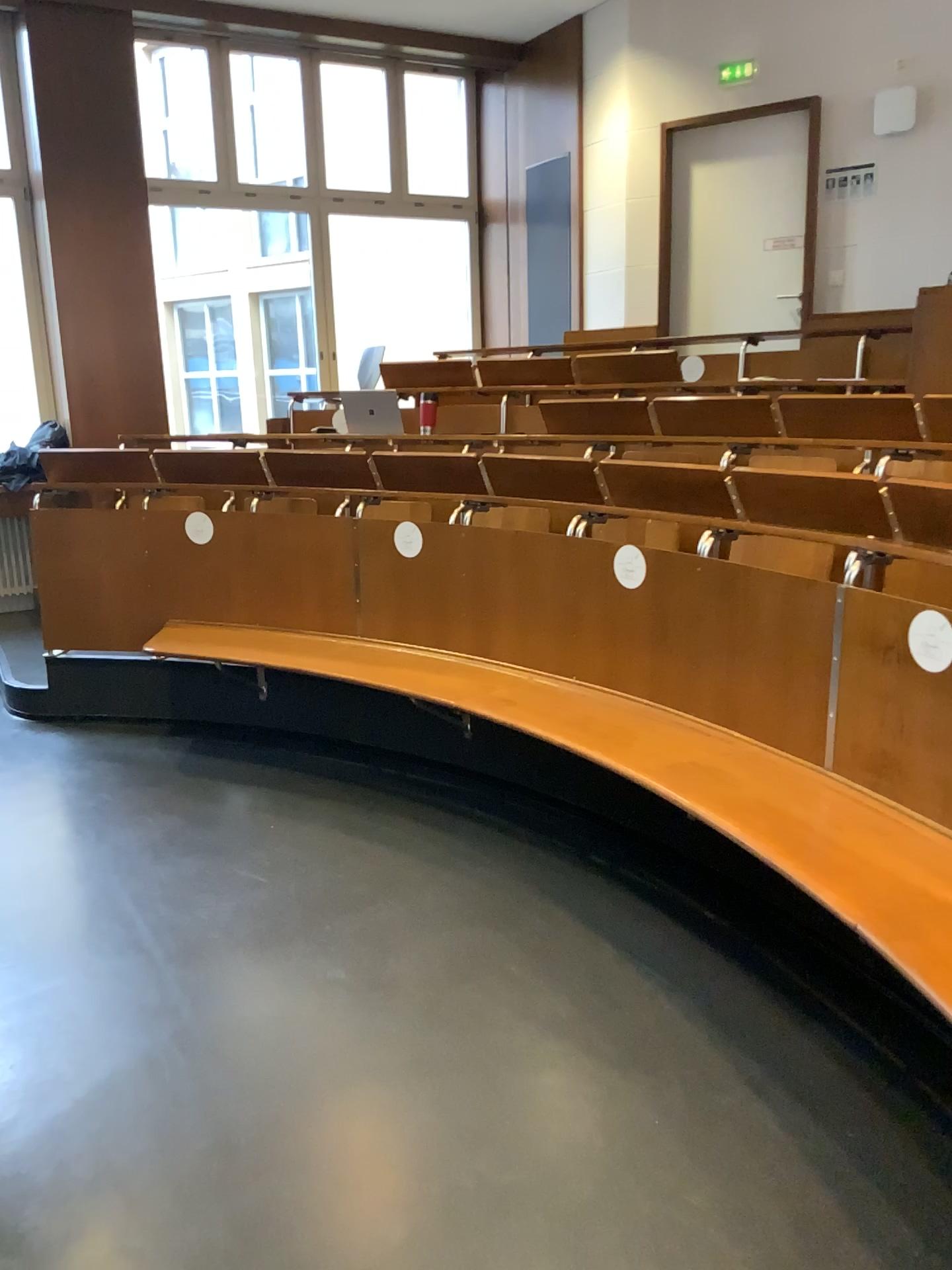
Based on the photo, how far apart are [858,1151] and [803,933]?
0.82m
